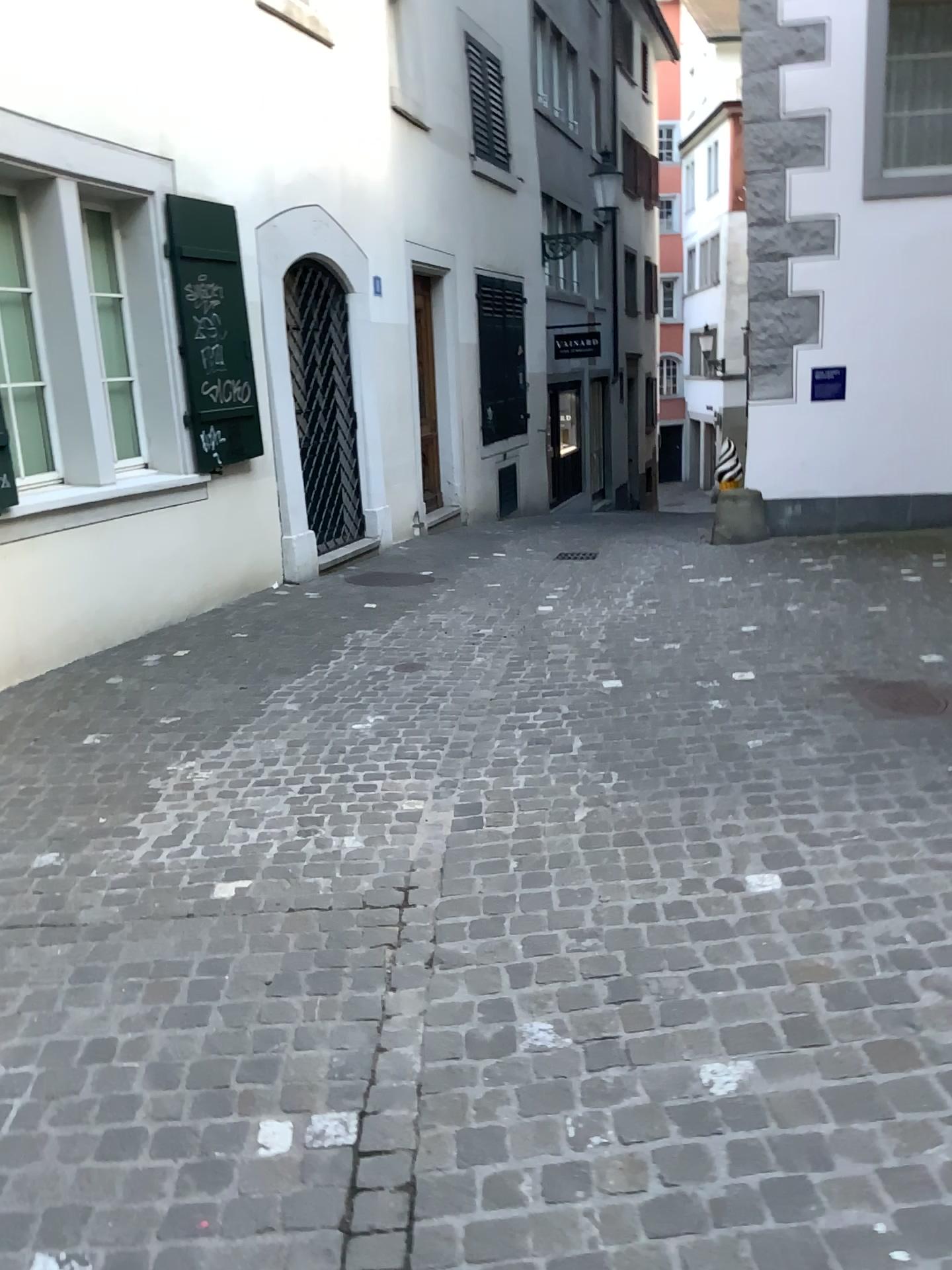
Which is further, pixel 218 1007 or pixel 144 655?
pixel 144 655
